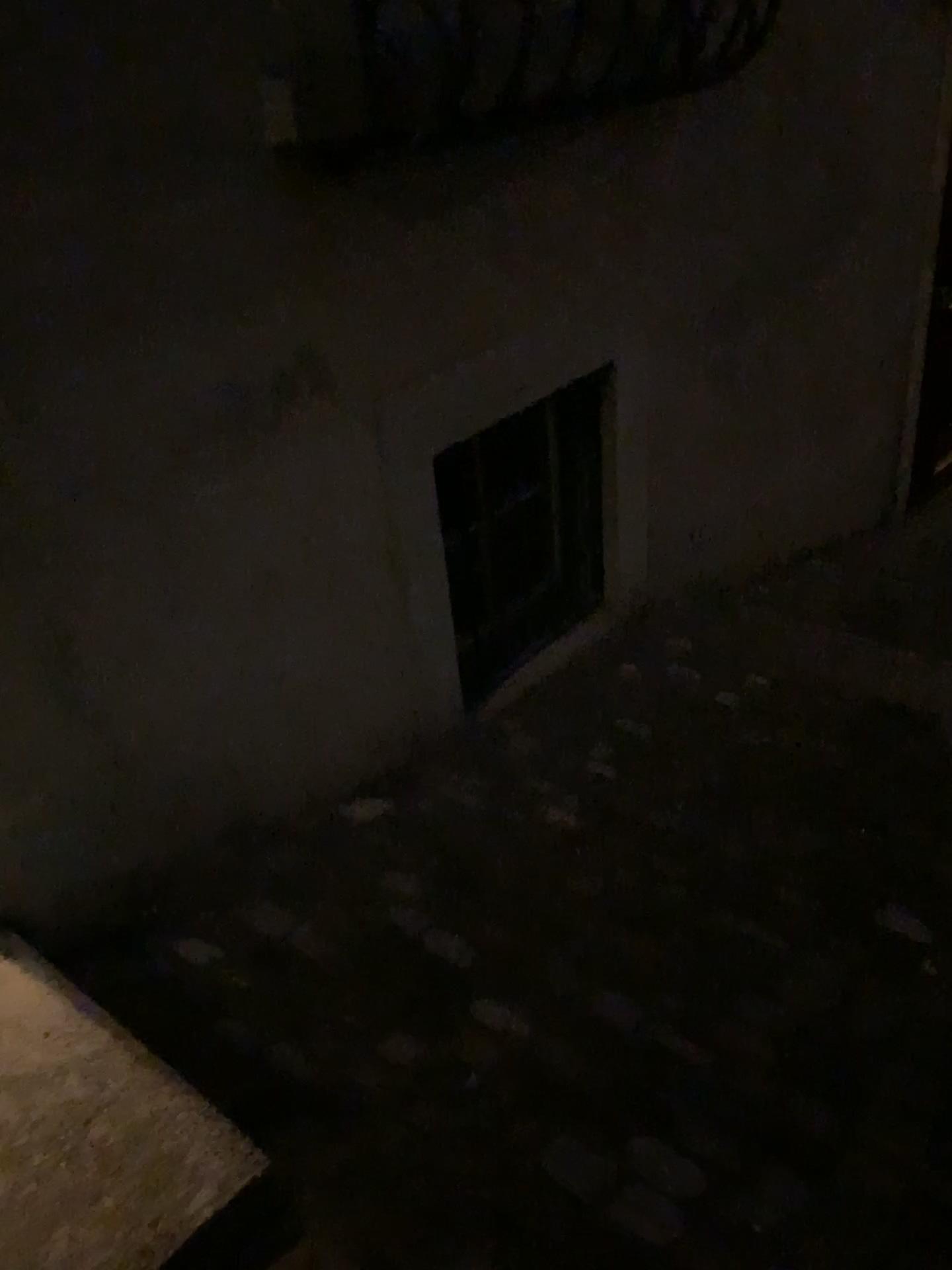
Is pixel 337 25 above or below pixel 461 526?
above

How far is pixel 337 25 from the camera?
1.7m

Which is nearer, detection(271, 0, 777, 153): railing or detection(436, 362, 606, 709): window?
detection(271, 0, 777, 153): railing

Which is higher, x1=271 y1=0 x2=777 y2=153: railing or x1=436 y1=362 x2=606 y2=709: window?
x1=271 y1=0 x2=777 y2=153: railing

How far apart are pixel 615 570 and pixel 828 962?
1.5 meters

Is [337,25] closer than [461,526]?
Yes

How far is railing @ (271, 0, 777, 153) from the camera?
1.7m
